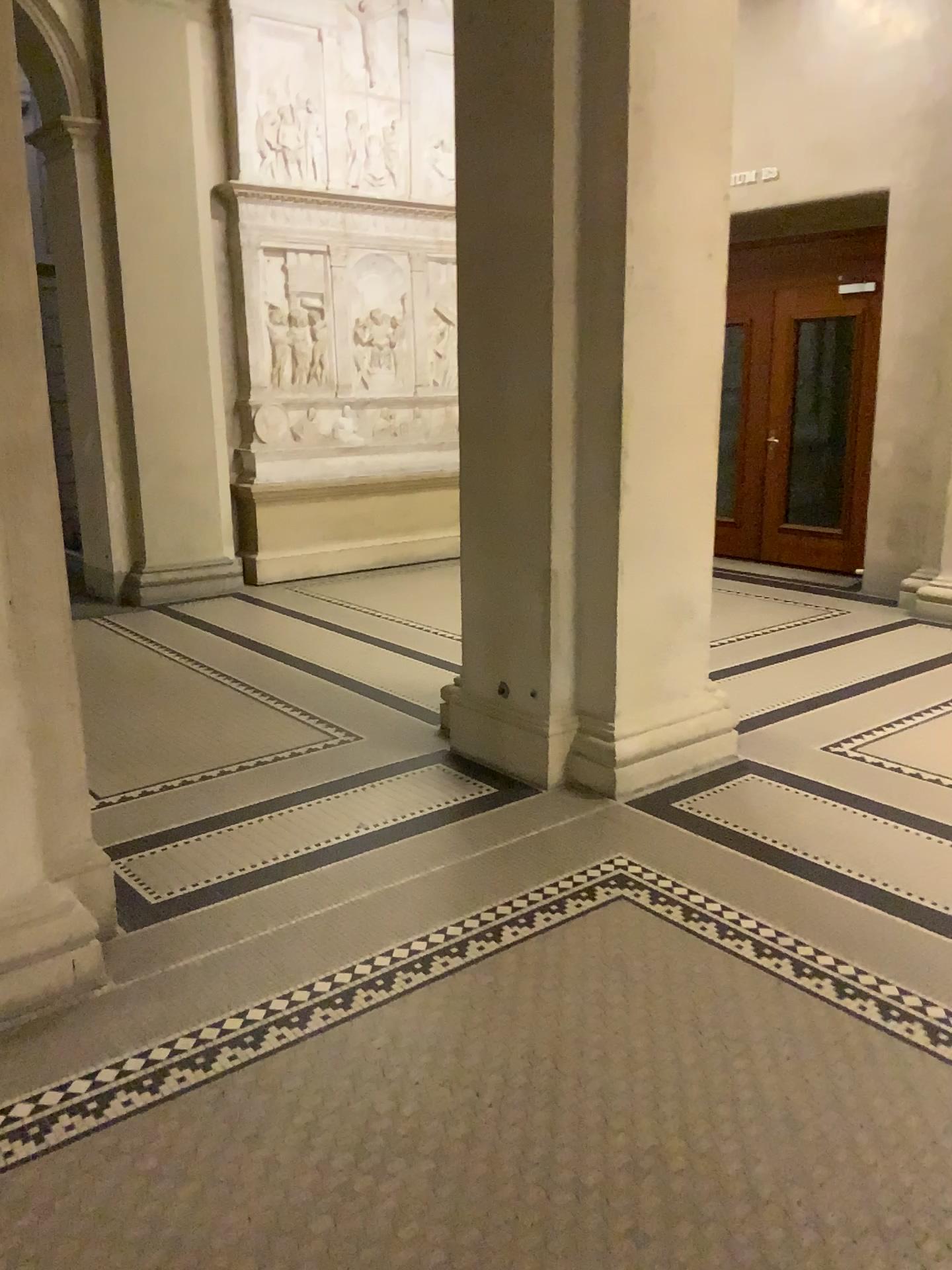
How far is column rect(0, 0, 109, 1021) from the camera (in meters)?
2.64

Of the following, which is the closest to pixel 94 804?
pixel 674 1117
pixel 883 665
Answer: pixel 674 1117

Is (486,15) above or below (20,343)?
above

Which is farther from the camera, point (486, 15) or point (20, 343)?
point (486, 15)

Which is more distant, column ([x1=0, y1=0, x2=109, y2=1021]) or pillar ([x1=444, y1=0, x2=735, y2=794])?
pillar ([x1=444, y1=0, x2=735, y2=794])

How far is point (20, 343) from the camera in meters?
2.6
